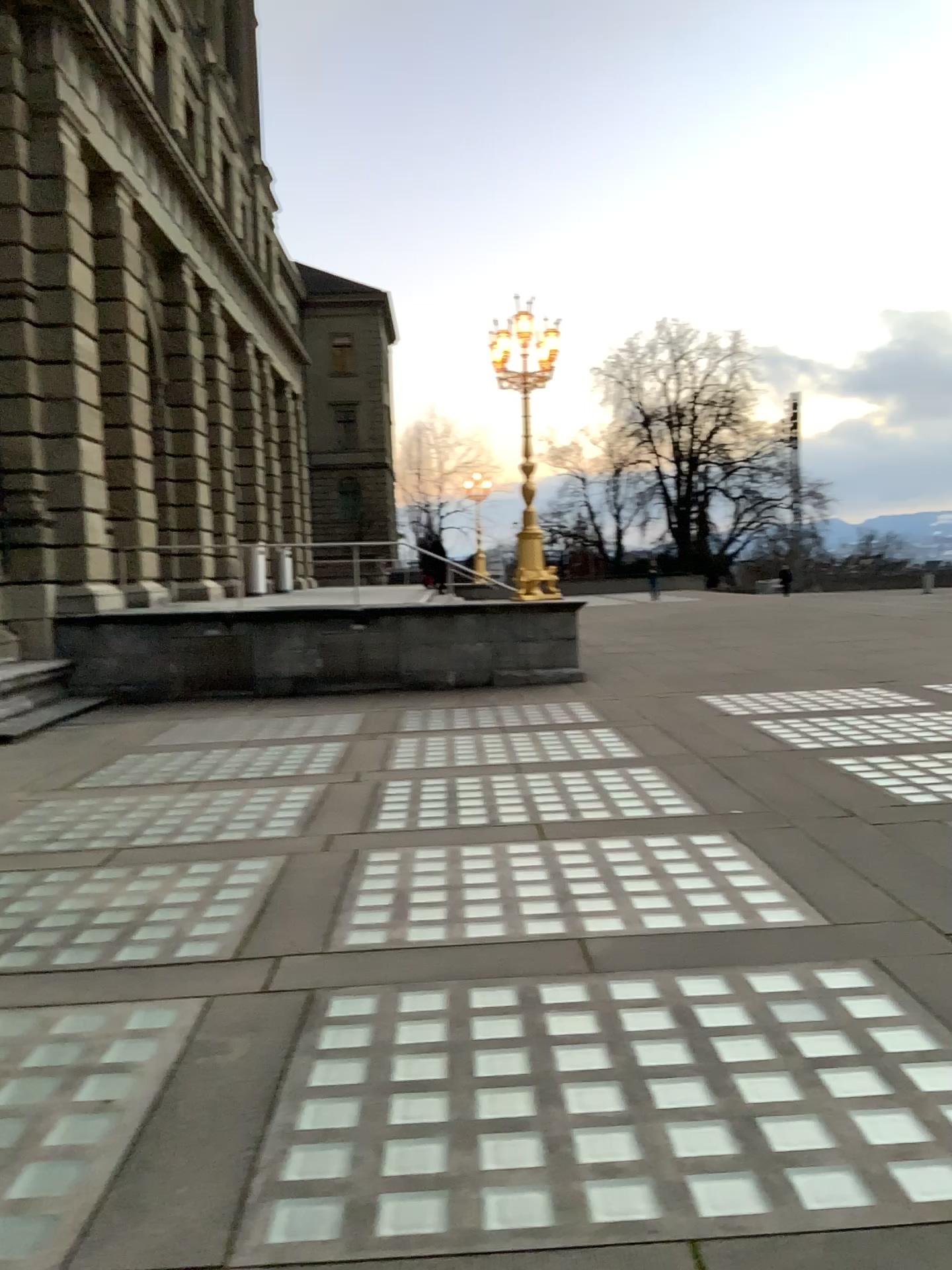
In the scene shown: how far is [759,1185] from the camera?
2.7 meters
